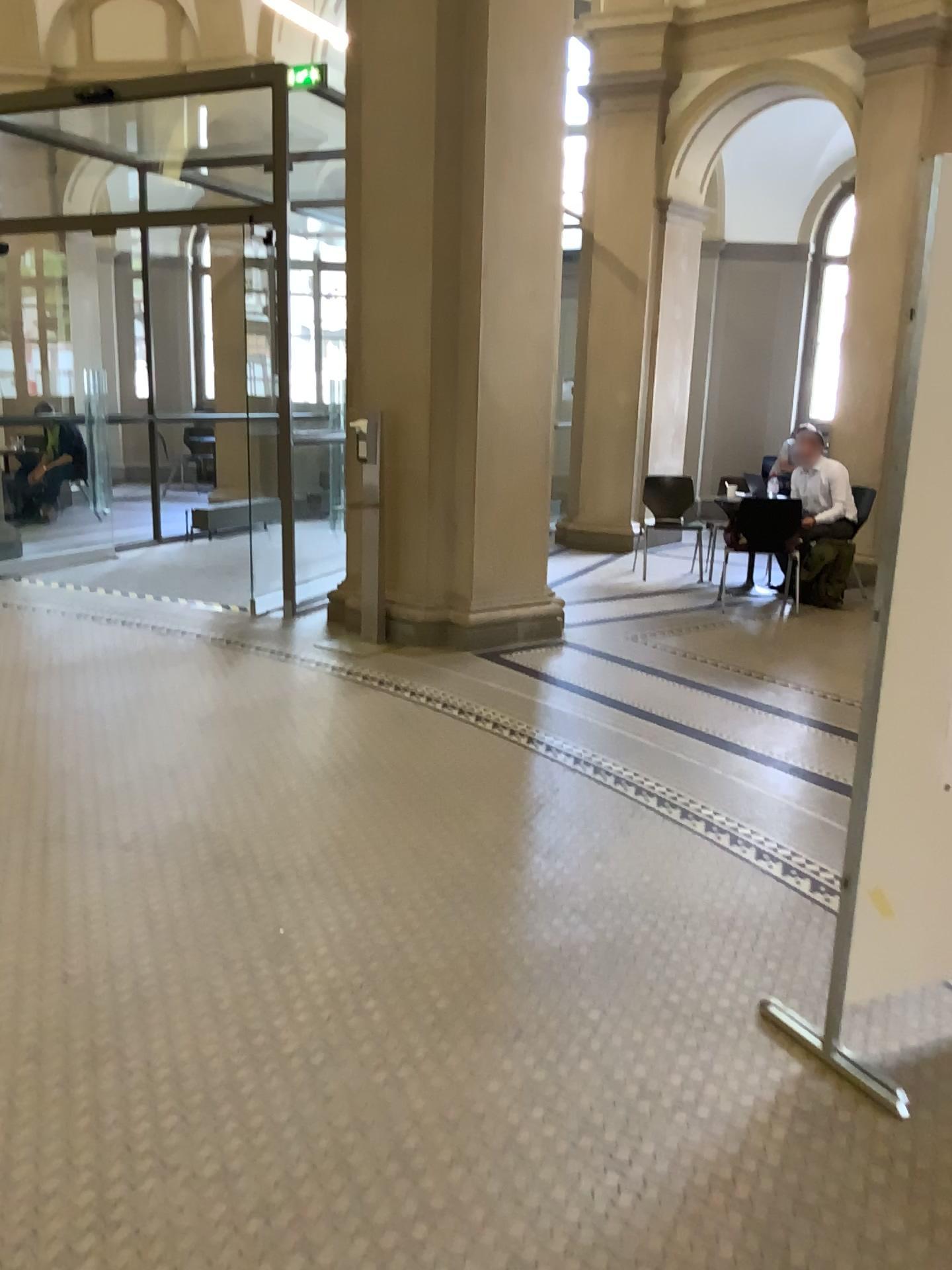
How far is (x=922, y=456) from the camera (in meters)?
2.14

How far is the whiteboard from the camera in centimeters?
214cm

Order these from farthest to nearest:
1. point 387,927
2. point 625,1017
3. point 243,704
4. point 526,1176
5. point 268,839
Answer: point 243,704
point 268,839
point 387,927
point 625,1017
point 526,1176
